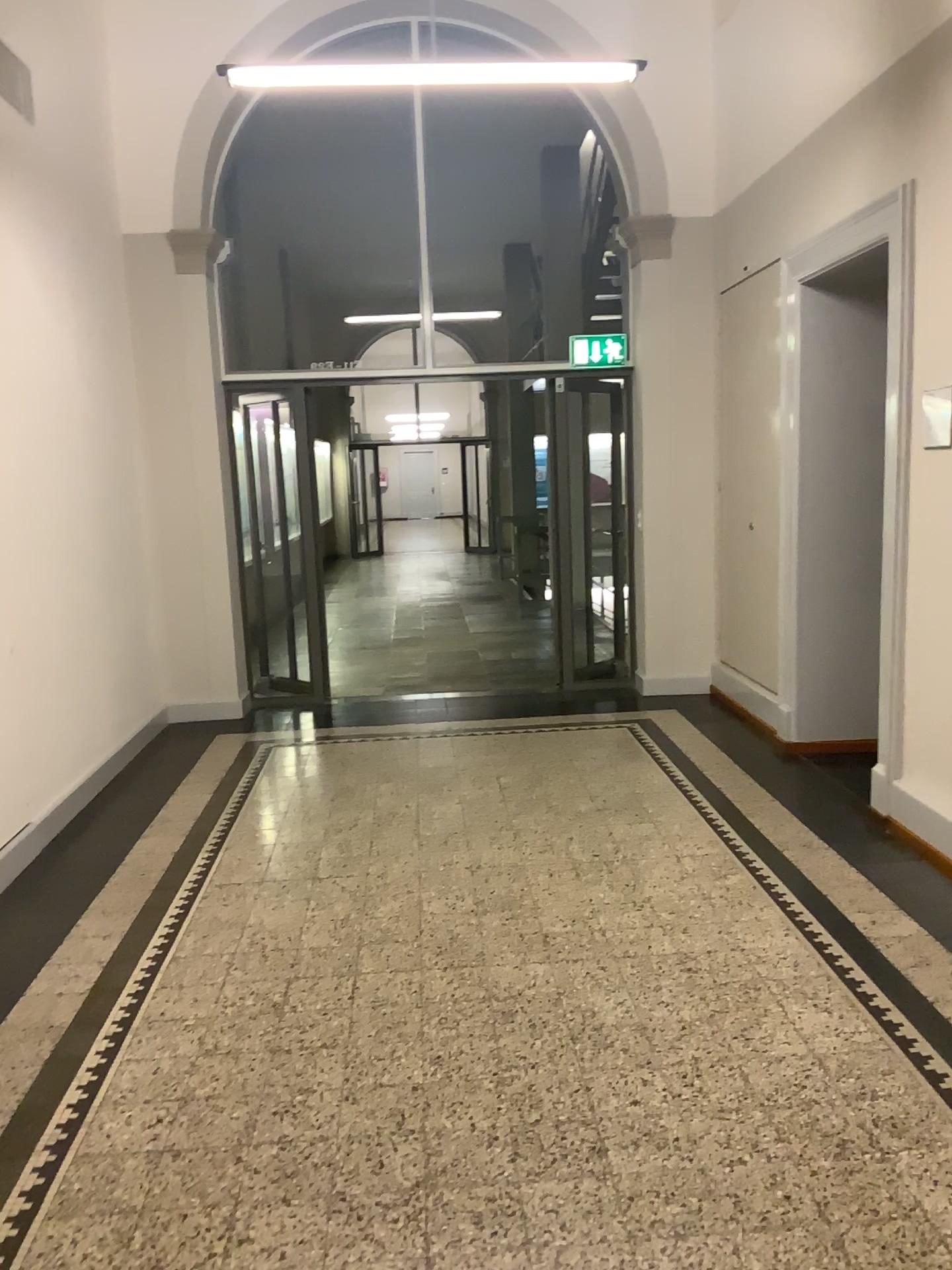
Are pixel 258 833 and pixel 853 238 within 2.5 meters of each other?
no
